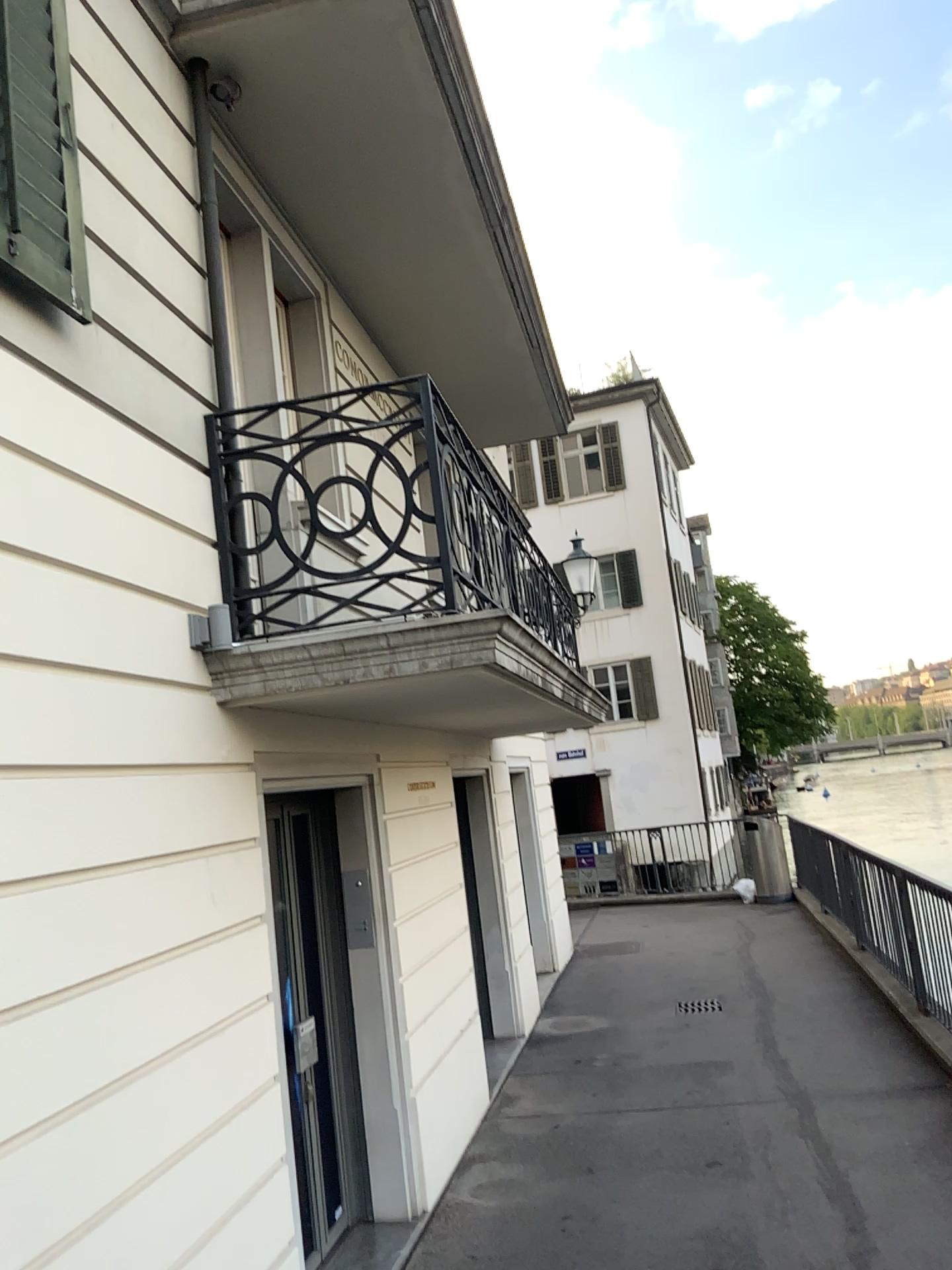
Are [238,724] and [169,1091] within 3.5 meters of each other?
yes

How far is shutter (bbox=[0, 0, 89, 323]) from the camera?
2.7m

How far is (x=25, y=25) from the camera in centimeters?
272cm
